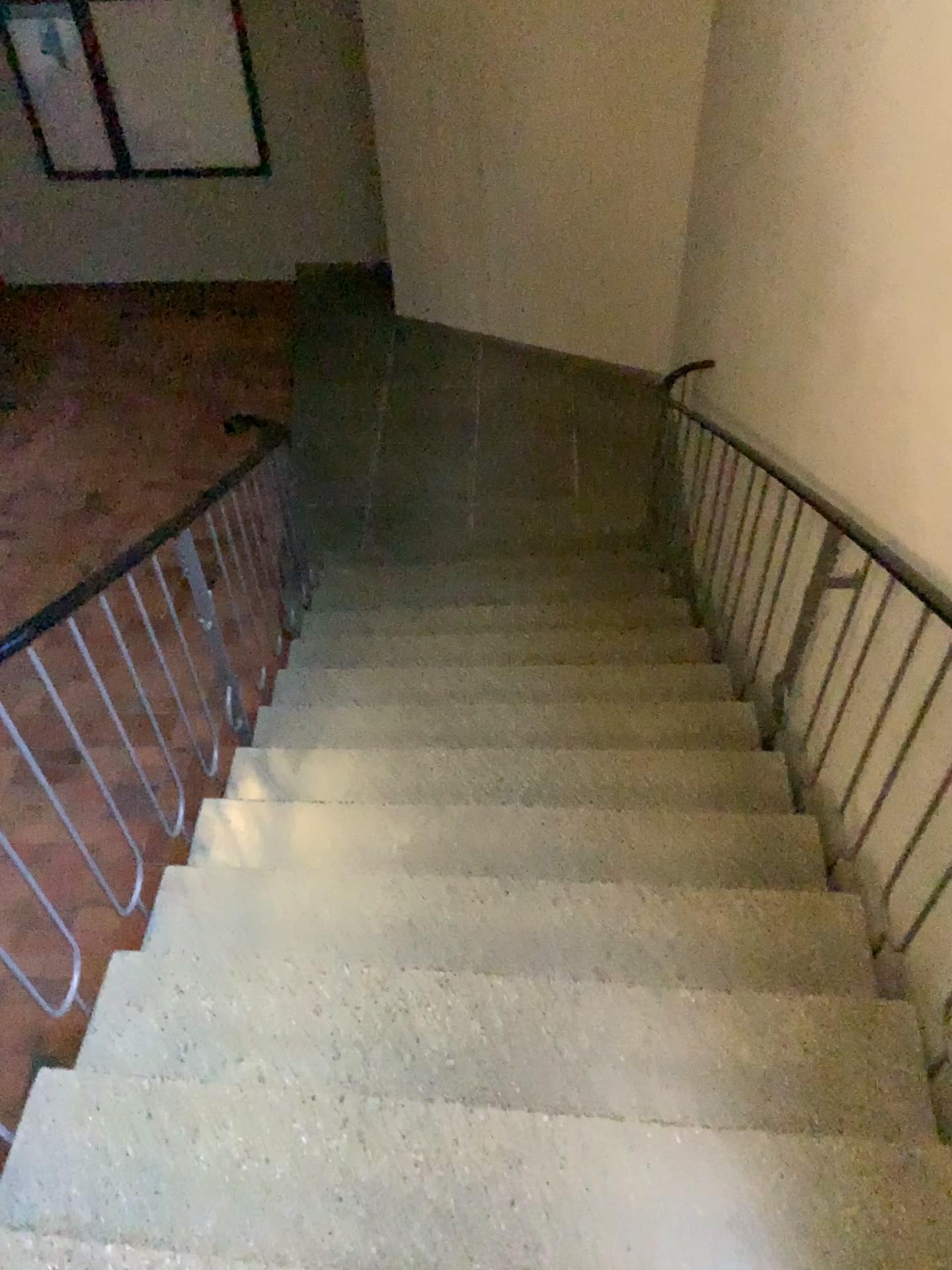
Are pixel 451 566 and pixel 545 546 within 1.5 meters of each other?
yes
